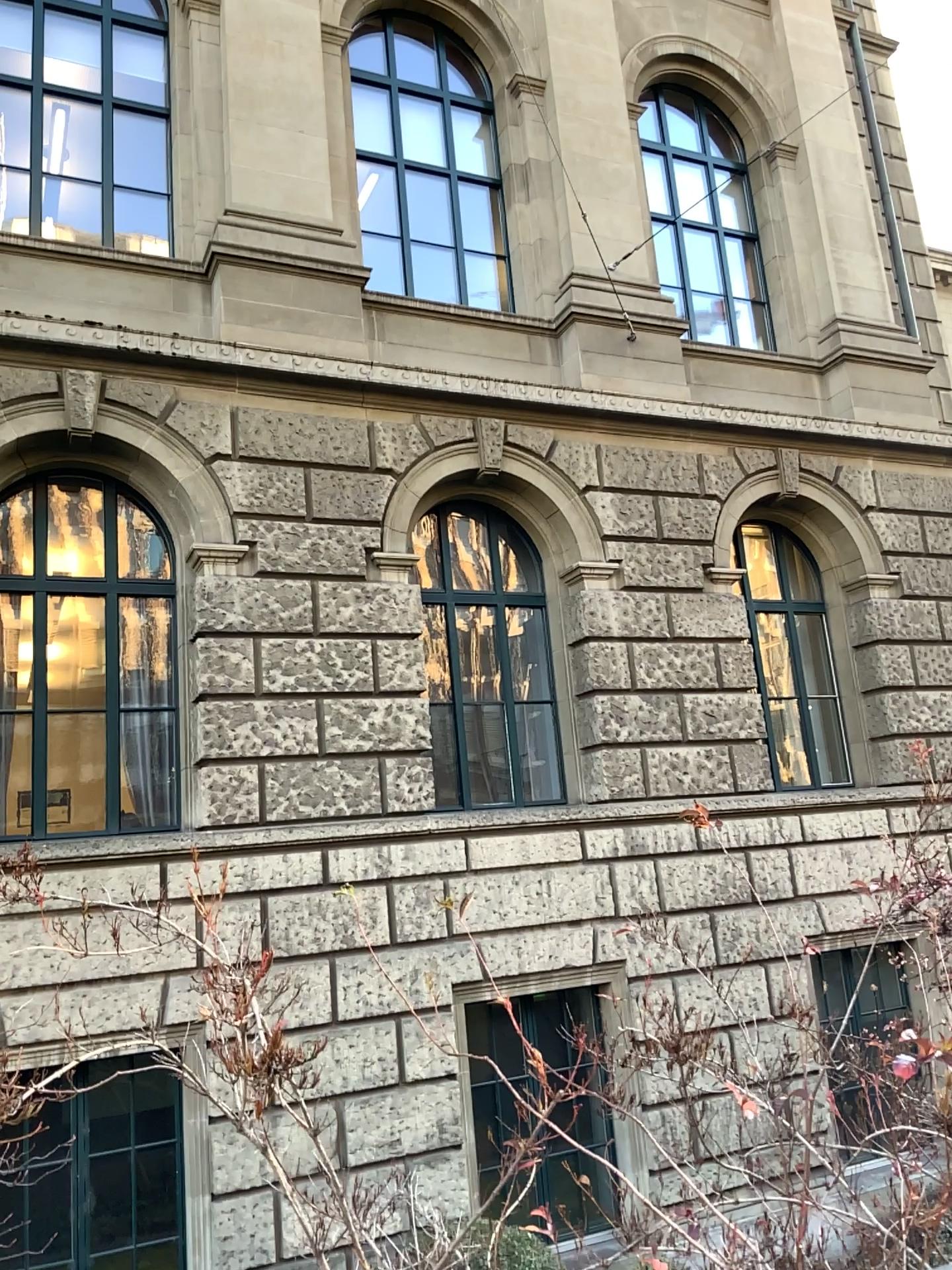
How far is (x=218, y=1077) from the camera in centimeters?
165cm
